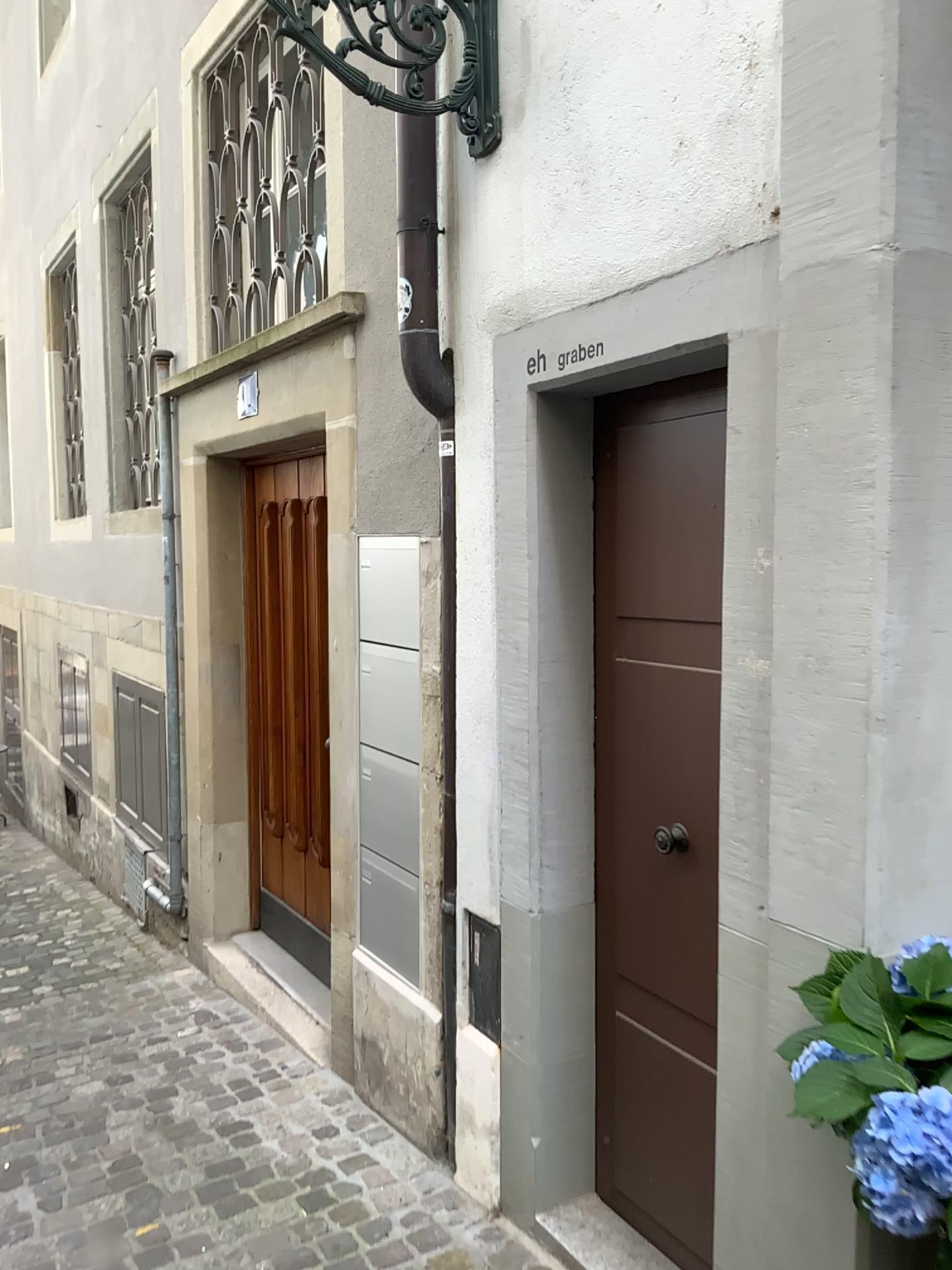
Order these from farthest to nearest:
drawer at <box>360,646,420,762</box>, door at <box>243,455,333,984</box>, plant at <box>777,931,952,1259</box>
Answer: door at <box>243,455,333,984</box> → drawer at <box>360,646,420,762</box> → plant at <box>777,931,952,1259</box>

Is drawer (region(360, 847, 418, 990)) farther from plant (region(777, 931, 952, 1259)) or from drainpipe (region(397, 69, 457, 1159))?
plant (region(777, 931, 952, 1259))

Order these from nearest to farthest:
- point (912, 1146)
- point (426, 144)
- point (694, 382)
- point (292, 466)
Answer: point (912, 1146), point (694, 382), point (426, 144), point (292, 466)

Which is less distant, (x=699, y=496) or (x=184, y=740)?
(x=699, y=496)

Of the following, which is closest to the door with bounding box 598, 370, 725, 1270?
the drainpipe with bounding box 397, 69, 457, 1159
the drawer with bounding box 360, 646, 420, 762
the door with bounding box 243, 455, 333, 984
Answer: the drainpipe with bounding box 397, 69, 457, 1159

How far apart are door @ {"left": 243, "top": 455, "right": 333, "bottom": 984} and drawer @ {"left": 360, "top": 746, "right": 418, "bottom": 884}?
1.1m

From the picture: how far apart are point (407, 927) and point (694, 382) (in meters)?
1.76

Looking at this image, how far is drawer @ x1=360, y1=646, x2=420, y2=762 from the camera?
3.0m

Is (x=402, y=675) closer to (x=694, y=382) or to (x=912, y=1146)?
(x=694, y=382)

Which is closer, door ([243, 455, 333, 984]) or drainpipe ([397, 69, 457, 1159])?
drainpipe ([397, 69, 457, 1159])
